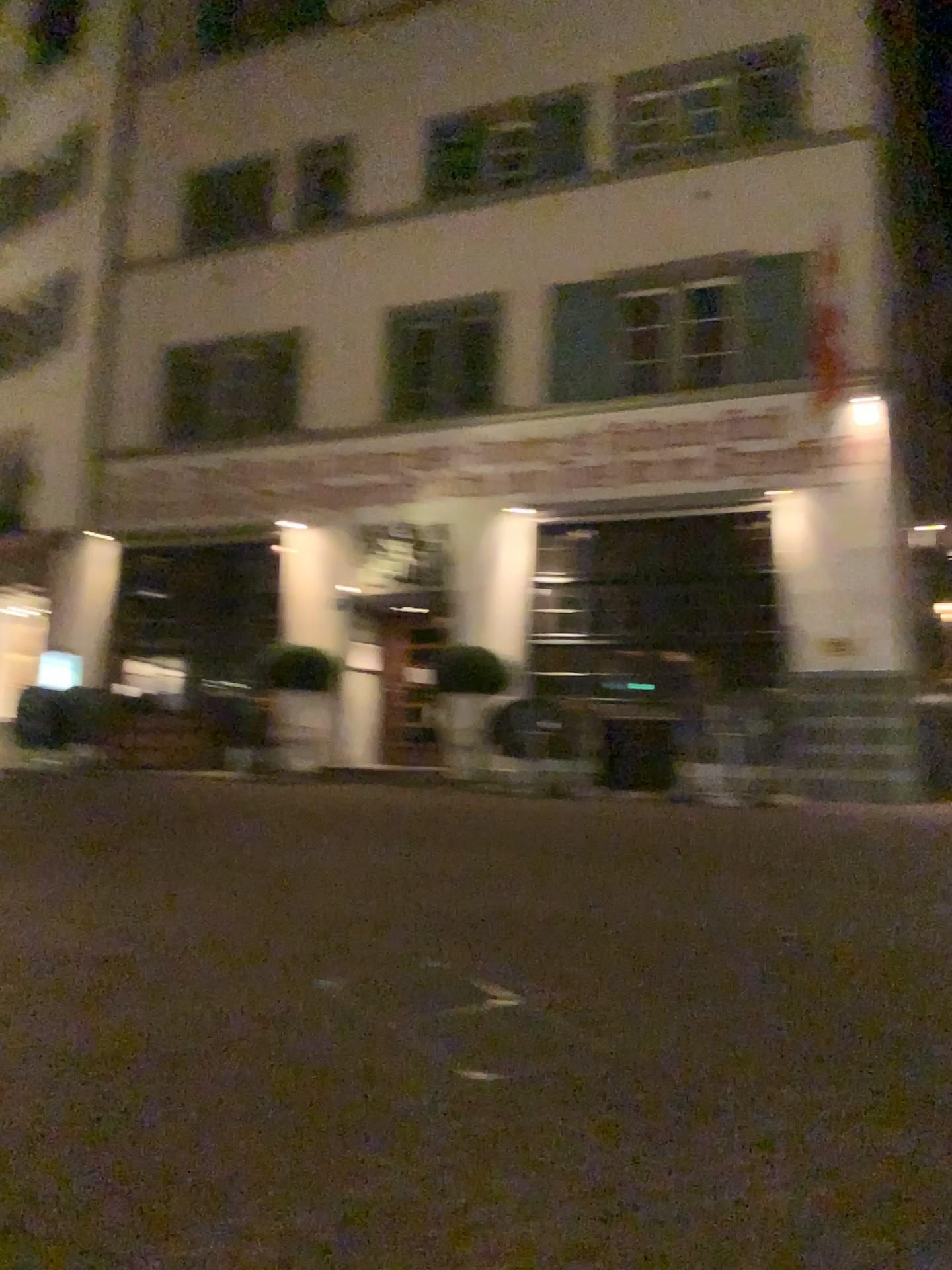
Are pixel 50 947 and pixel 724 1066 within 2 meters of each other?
no
